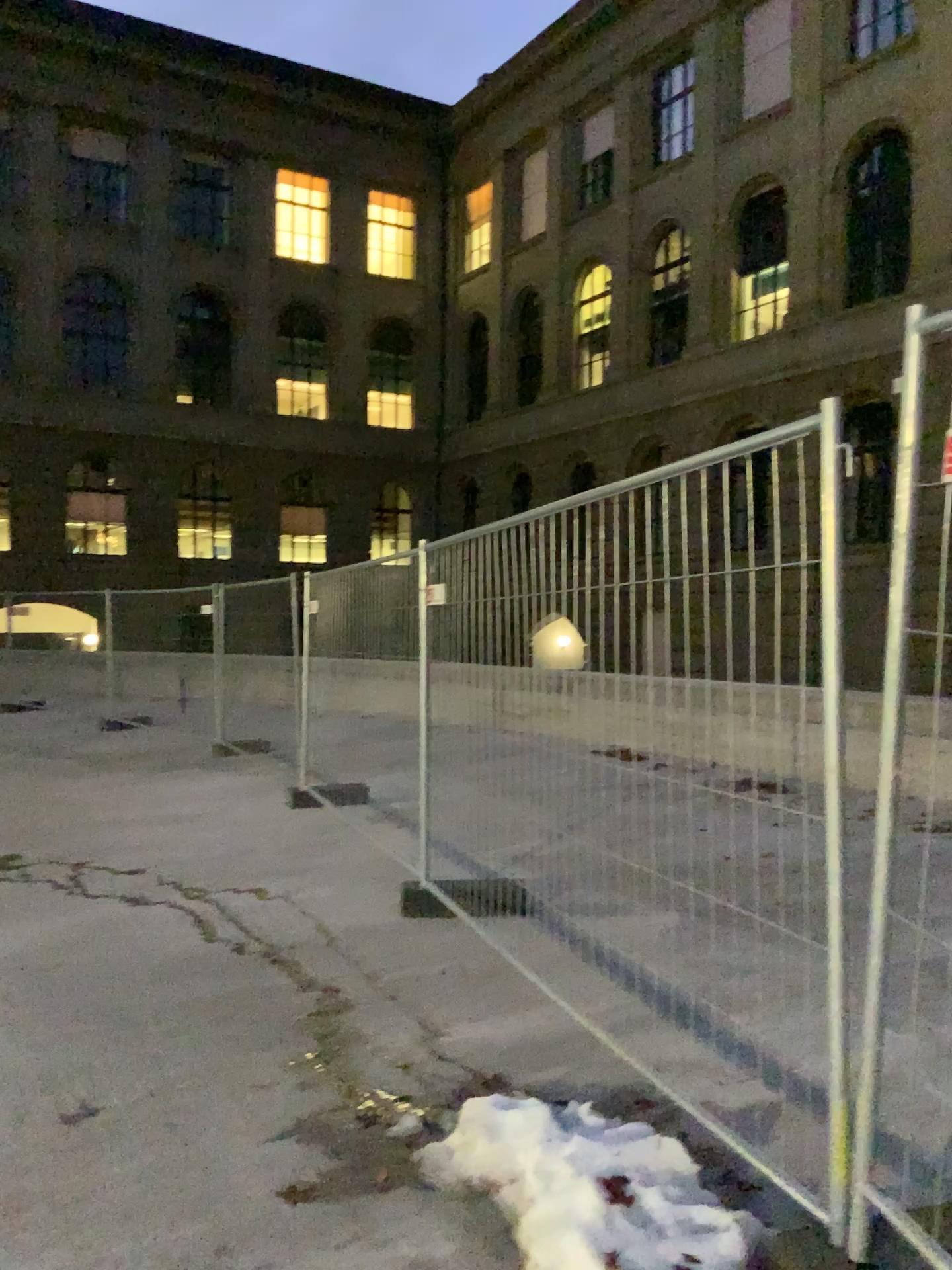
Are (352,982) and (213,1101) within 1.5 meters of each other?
Answer: yes
